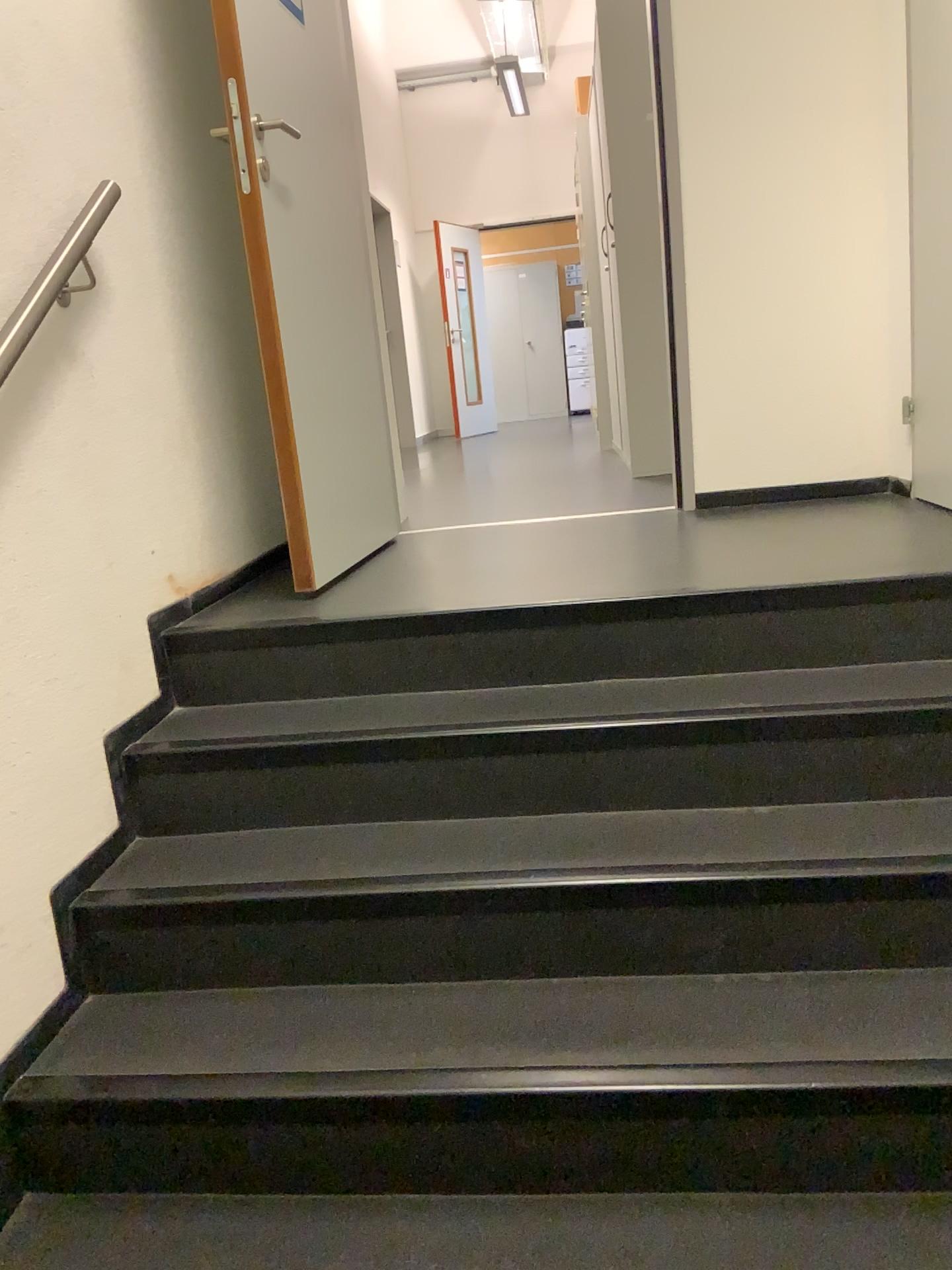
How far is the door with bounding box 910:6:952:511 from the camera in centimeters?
271cm

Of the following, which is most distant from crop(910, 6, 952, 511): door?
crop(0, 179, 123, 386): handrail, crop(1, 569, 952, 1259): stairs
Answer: crop(0, 179, 123, 386): handrail

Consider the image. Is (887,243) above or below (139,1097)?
above

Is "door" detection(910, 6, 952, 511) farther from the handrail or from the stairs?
the handrail

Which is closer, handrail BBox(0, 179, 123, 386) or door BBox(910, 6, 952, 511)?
handrail BBox(0, 179, 123, 386)

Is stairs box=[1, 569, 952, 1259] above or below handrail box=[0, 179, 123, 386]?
below

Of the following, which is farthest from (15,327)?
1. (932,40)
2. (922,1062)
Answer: (932,40)

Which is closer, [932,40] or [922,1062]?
[922,1062]

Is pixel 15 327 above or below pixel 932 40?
below

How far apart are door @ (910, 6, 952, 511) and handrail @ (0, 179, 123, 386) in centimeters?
206cm
